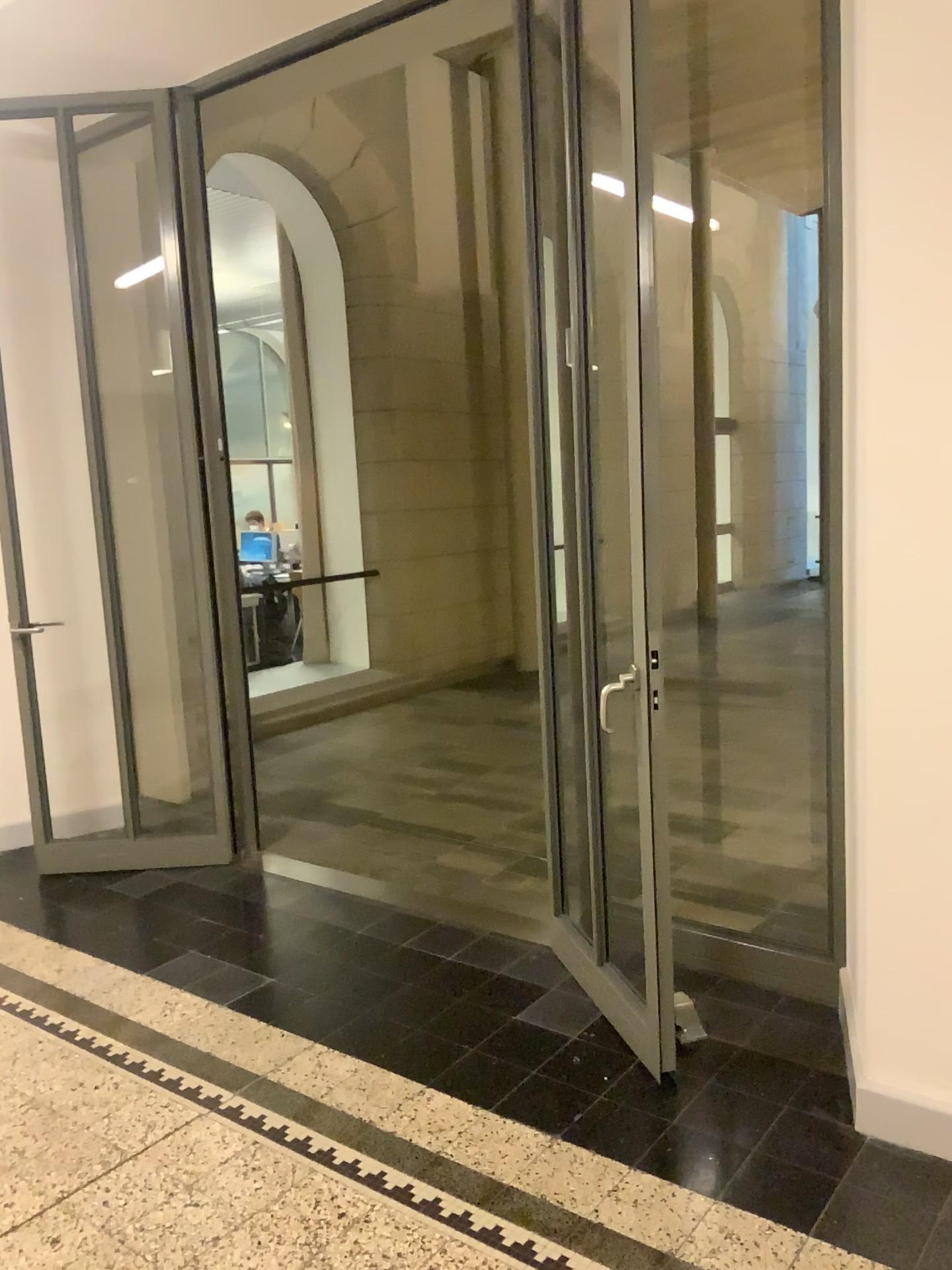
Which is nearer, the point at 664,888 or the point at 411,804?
the point at 664,888

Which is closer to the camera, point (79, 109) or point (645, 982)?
point (645, 982)

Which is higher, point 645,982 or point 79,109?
point 79,109

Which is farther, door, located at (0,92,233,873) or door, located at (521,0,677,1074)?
door, located at (0,92,233,873)
